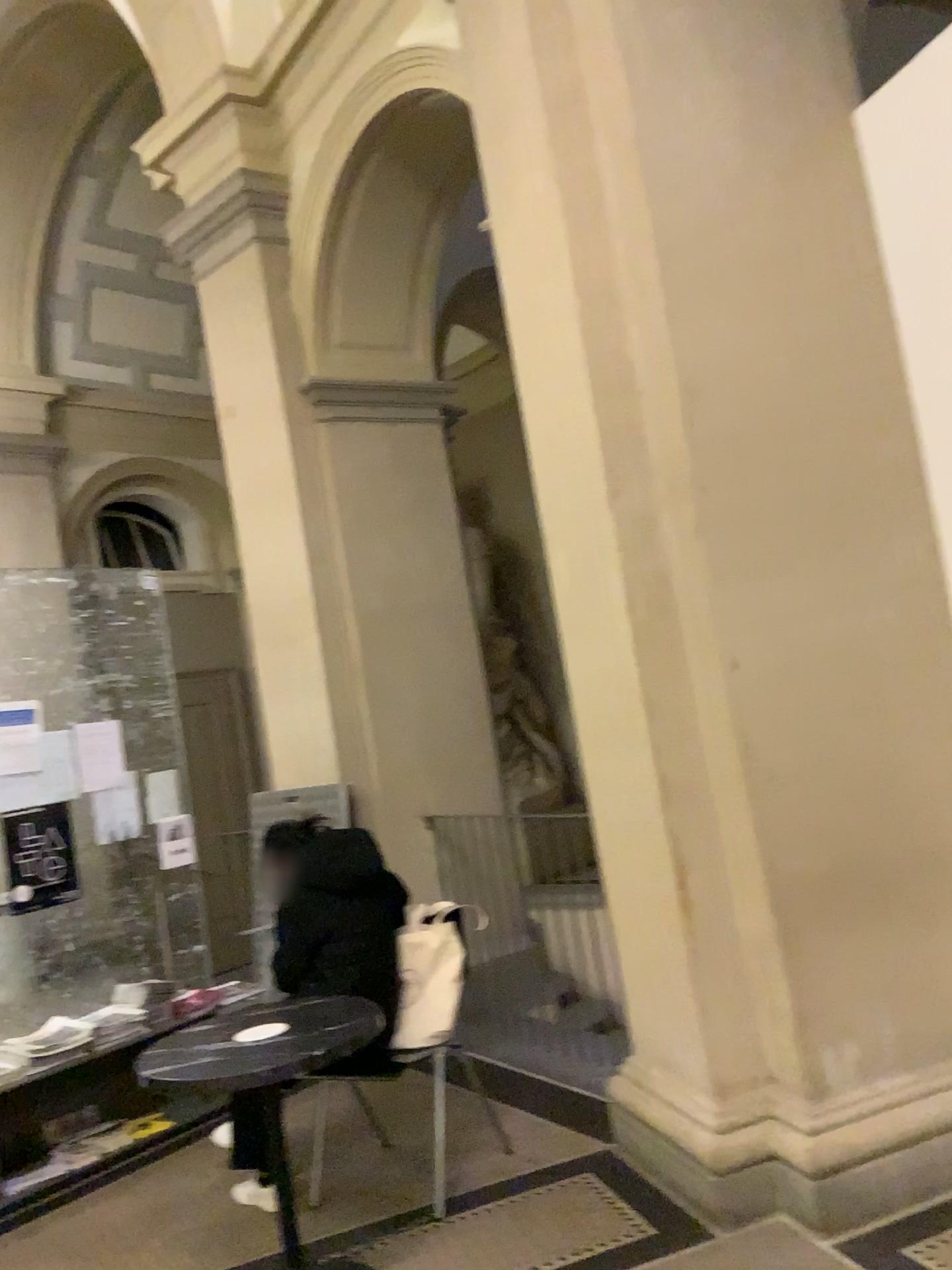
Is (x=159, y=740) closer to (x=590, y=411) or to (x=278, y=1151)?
(x=278, y=1151)

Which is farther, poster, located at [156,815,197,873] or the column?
poster, located at [156,815,197,873]

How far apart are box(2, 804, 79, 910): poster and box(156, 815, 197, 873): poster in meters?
0.4 m

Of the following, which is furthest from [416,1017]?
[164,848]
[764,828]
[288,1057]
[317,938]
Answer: [164,848]

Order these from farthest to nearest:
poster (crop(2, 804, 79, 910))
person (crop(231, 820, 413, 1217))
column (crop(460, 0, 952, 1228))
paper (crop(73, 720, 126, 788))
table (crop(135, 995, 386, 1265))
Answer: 1. paper (crop(73, 720, 126, 788))
2. poster (crop(2, 804, 79, 910))
3. person (crop(231, 820, 413, 1217))
4. column (crop(460, 0, 952, 1228))
5. table (crop(135, 995, 386, 1265))

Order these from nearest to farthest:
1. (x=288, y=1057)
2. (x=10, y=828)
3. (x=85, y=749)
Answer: (x=288, y=1057)
(x=10, y=828)
(x=85, y=749)

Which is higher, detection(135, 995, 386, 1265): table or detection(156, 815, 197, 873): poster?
detection(156, 815, 197, 873): poster

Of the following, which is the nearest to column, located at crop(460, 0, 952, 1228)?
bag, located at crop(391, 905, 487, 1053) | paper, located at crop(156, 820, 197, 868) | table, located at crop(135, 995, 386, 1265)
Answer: bag, located at crop(391, 905, 487, 1053)

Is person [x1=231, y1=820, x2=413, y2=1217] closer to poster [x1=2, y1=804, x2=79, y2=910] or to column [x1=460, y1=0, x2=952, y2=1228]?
column [x1=460, y1=0, x2=952, y2=1228]

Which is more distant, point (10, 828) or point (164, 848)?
point (164, 848)
